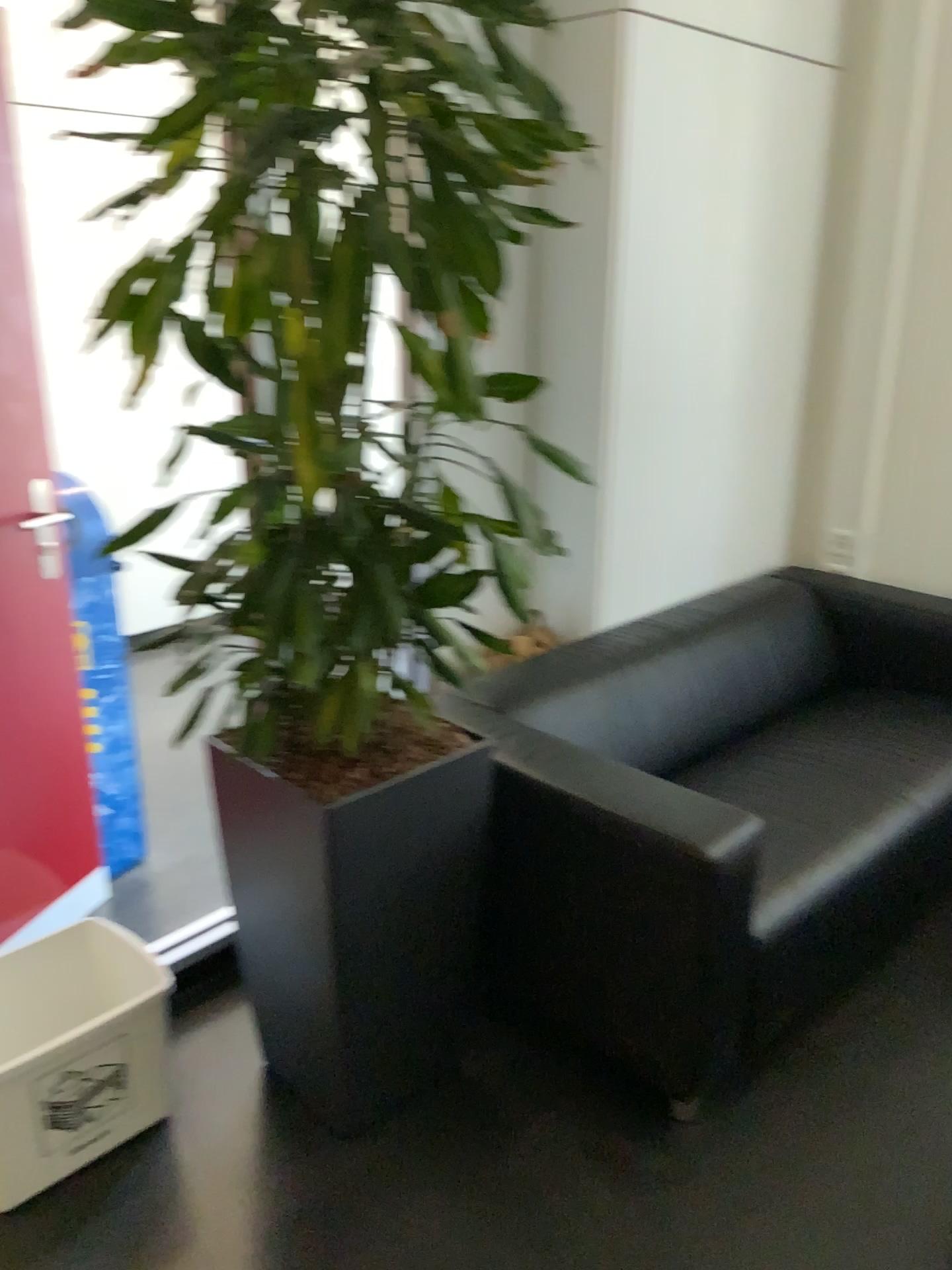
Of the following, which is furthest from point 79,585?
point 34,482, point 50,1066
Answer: point 50,1066

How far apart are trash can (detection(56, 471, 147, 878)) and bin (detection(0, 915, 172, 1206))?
0.4 meters

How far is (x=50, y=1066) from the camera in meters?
1.8 m

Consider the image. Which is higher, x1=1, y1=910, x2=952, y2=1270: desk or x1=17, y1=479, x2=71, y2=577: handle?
x1=17, y1=479, x2=71, y2=577: handle

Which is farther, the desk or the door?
the door

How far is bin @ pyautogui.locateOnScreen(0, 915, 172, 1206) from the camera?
1.8m

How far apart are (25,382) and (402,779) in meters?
1.3 m

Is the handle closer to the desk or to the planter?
the planter

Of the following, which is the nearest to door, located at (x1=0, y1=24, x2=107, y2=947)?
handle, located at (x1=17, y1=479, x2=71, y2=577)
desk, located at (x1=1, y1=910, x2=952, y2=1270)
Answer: handle, located at (x1=17, y1=479, x2=71, y2=577)

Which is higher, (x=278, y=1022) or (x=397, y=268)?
(x=397, y=268)
